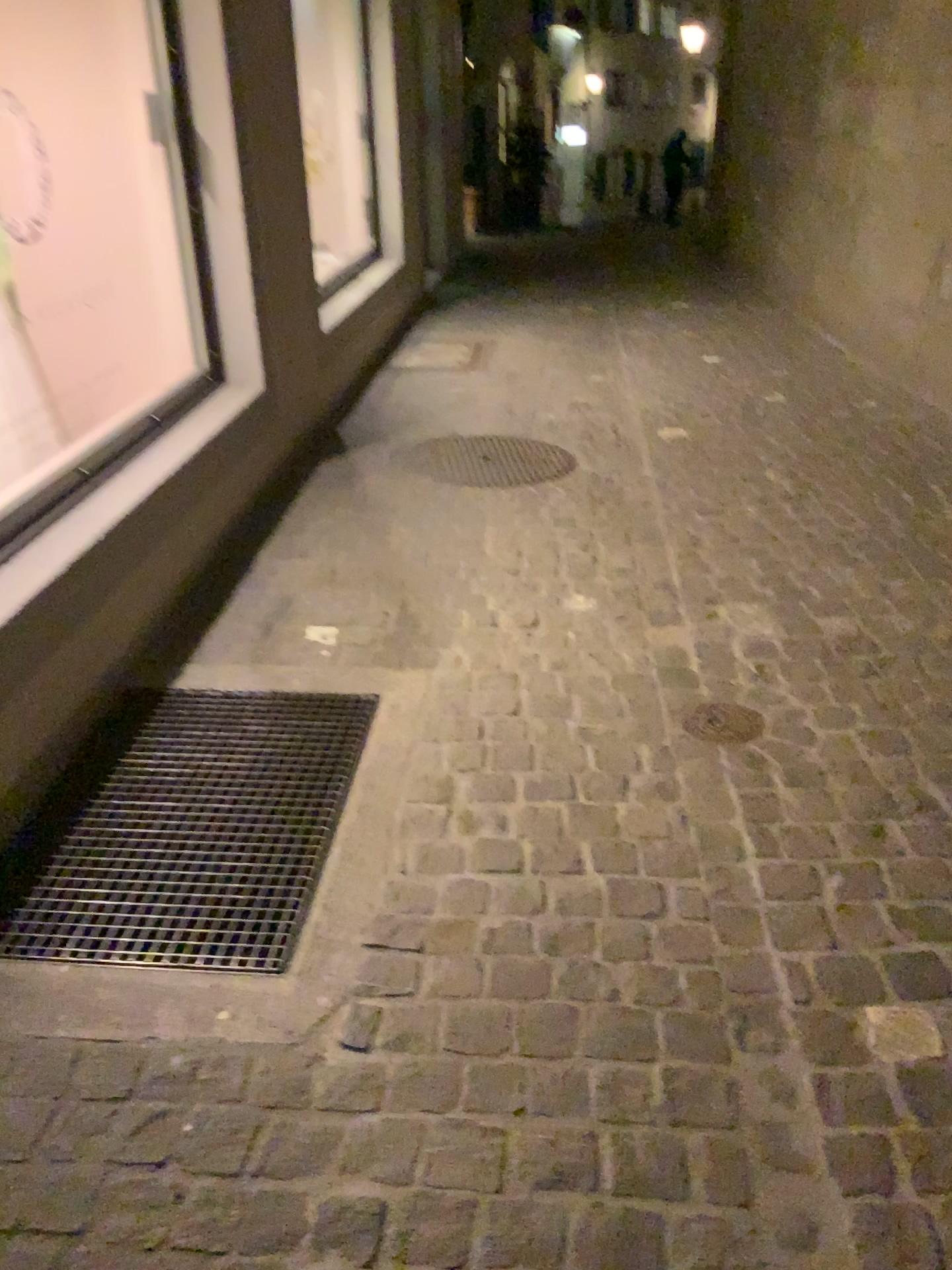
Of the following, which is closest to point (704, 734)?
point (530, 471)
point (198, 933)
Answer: point (198, 933)

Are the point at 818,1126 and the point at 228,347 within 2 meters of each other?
no

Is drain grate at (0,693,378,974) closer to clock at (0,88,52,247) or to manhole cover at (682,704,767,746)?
manhole cover at (682,704,767,746)

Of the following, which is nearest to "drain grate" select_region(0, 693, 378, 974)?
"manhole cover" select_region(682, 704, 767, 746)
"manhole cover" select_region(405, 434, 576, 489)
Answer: "manhole cover" select_region(682, 704, 767, 746)

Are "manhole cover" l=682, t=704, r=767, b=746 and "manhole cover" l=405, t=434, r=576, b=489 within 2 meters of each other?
yes

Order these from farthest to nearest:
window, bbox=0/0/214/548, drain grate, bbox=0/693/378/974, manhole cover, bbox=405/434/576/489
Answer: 1. manhole cover, bbox=405/434/576/489
2. window, bbox=0/0/214/548
3. drain grate, bbox=0/693/378/974

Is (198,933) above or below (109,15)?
below

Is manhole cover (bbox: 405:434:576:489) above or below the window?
below

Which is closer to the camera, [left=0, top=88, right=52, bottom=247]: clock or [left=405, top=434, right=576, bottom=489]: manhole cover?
[left=0, top=88, right=52, bottom=247]: clock

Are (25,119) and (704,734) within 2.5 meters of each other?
no
